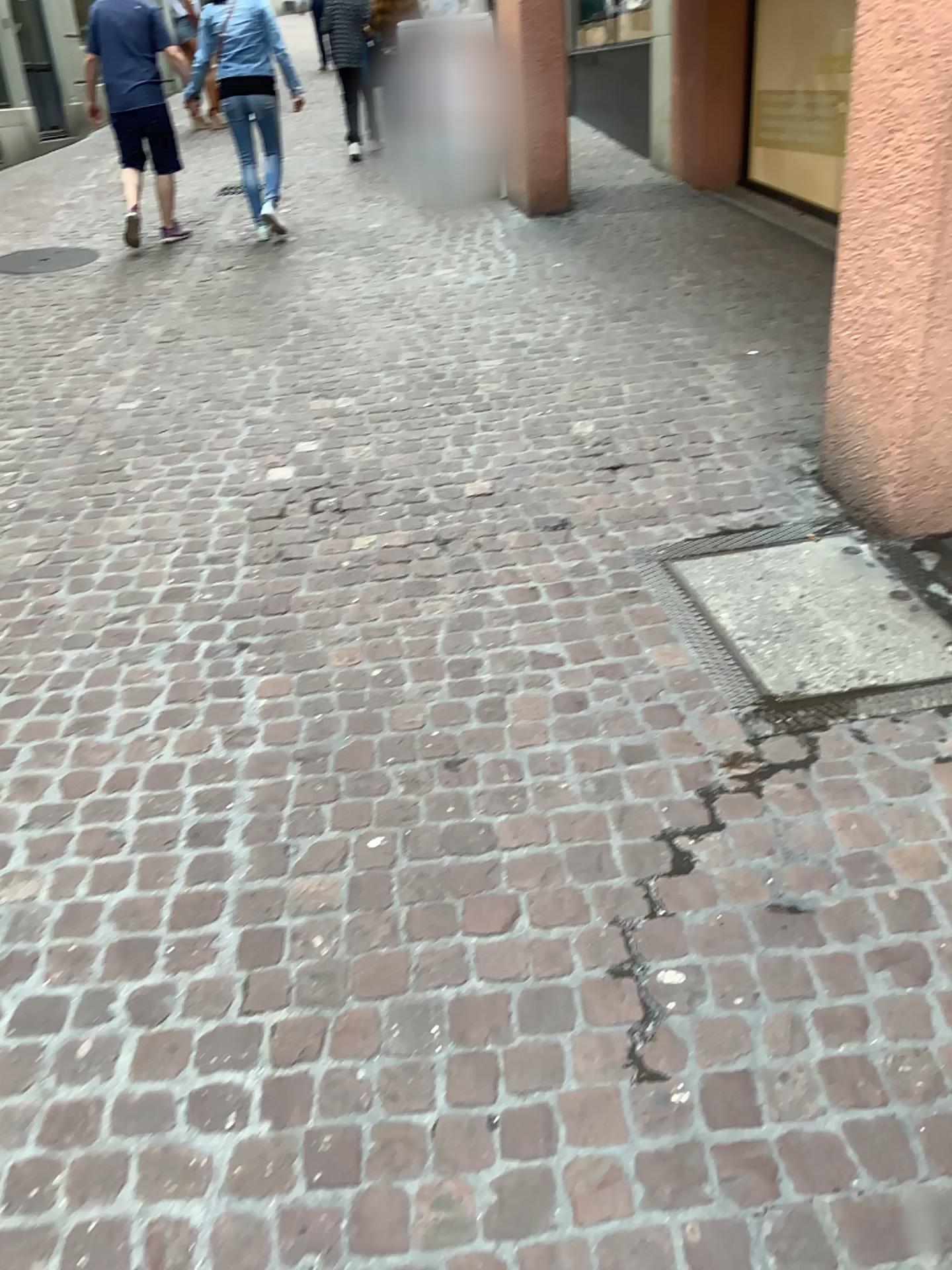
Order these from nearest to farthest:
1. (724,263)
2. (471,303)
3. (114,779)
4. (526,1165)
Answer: (526,1165), (114,779), (471,303), (724,263)
